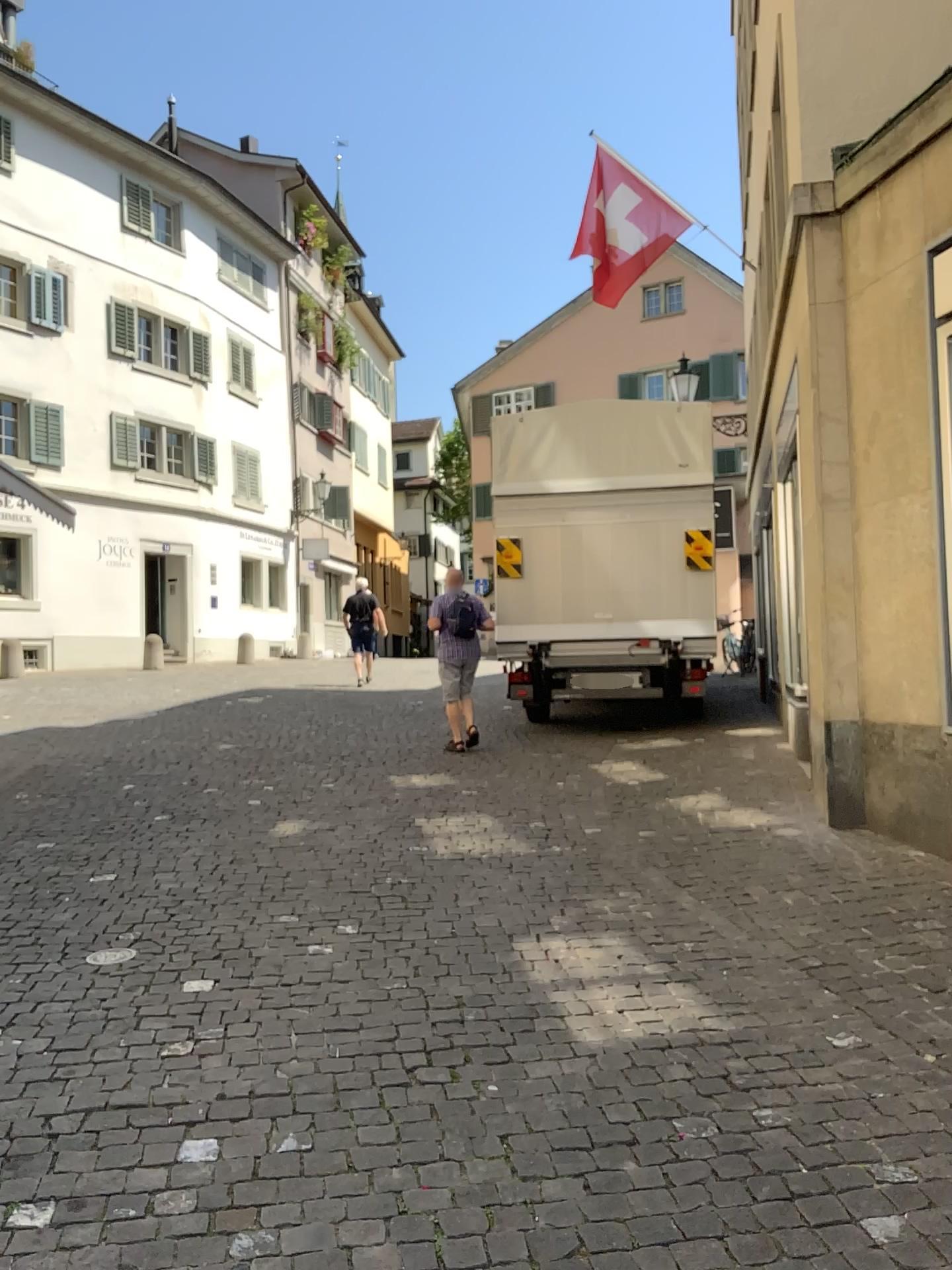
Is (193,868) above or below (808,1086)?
above
